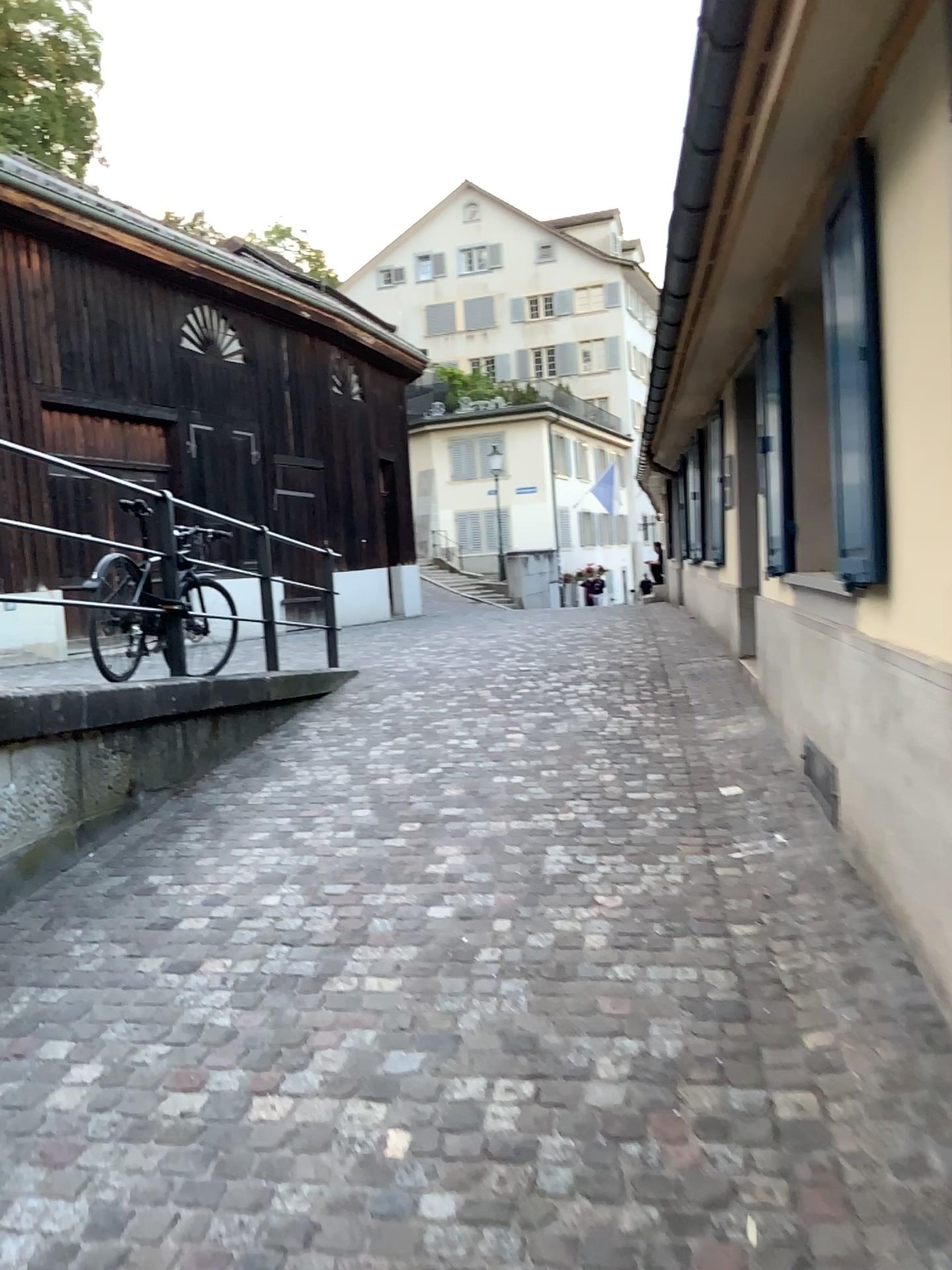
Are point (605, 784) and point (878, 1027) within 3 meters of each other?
yes
